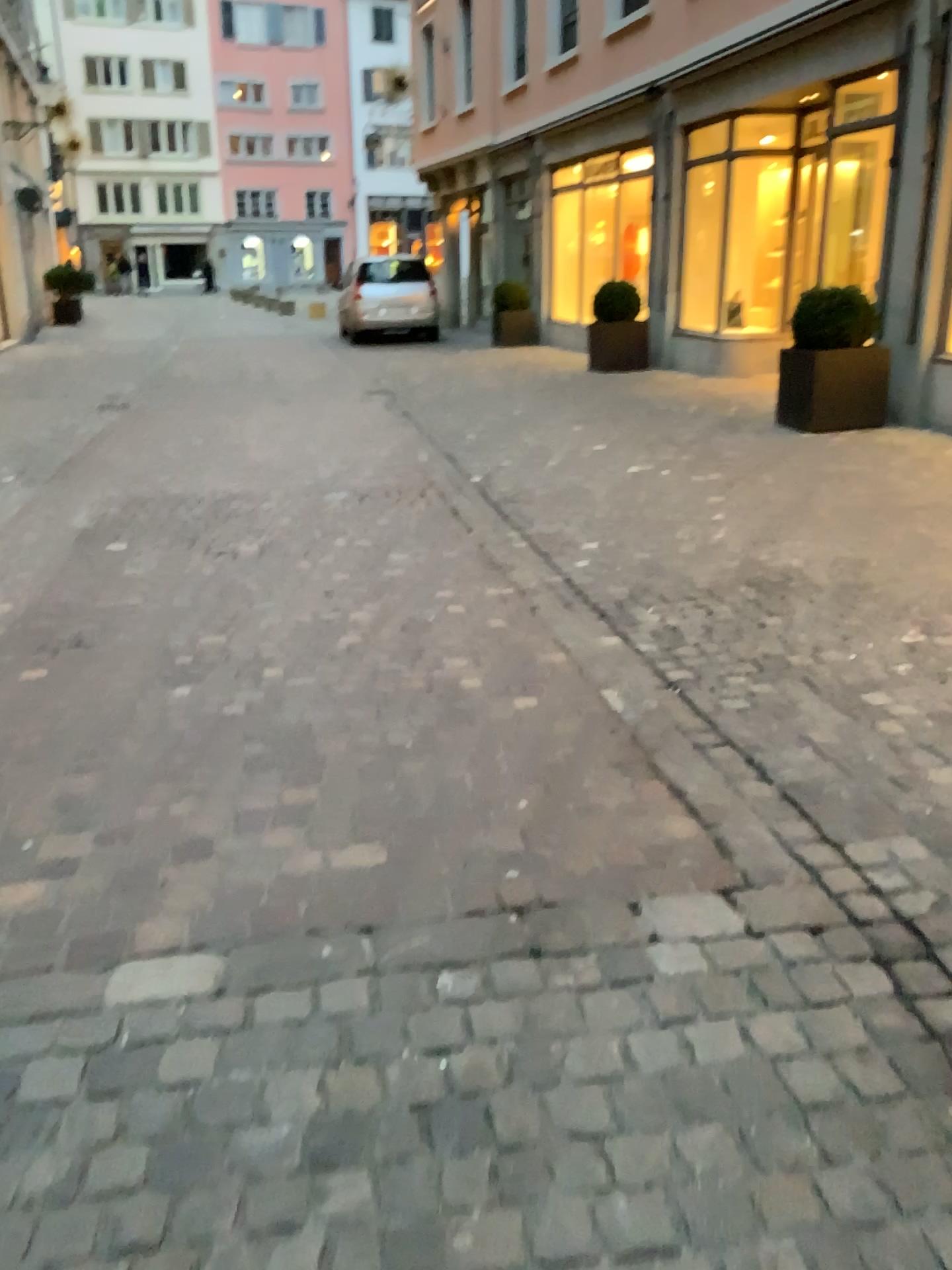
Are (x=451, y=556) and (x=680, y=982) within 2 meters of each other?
no
